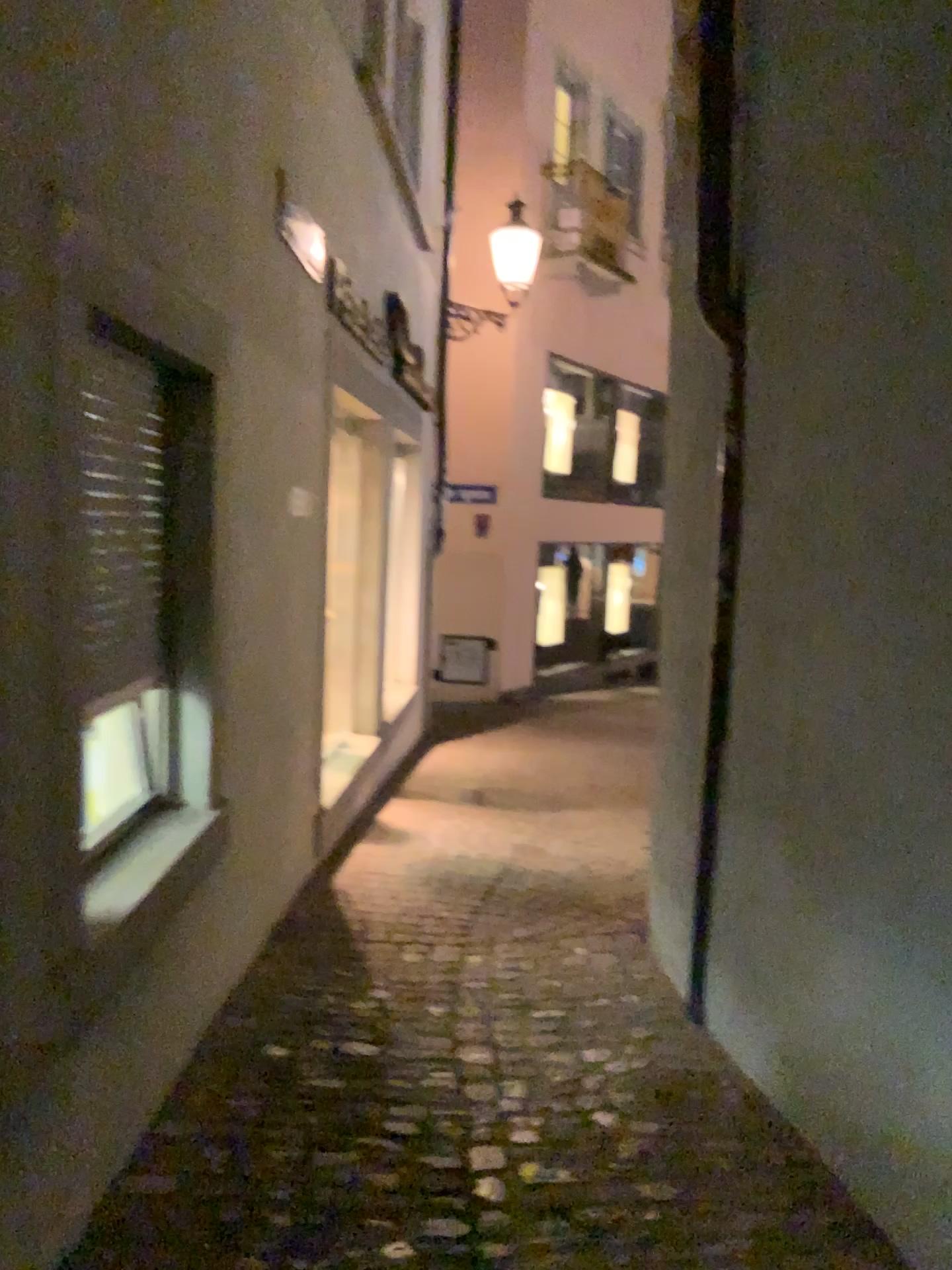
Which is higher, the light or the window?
the light

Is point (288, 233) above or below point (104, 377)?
above

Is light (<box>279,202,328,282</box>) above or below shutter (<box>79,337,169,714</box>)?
above

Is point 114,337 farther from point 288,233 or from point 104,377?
point 288,233

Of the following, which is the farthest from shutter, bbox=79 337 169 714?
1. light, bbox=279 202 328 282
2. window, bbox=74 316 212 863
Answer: light, bbox=279 202 328 282

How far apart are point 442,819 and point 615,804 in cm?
104

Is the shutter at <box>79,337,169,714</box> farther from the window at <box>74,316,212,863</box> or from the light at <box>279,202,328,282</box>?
the light at <box>279,202,328,282</box>

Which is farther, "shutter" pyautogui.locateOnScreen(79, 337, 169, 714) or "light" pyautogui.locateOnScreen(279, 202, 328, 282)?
"light" pyautogui.locateOnScreen(279, 202, 328, 282)

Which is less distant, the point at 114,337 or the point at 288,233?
the point at 114,337
